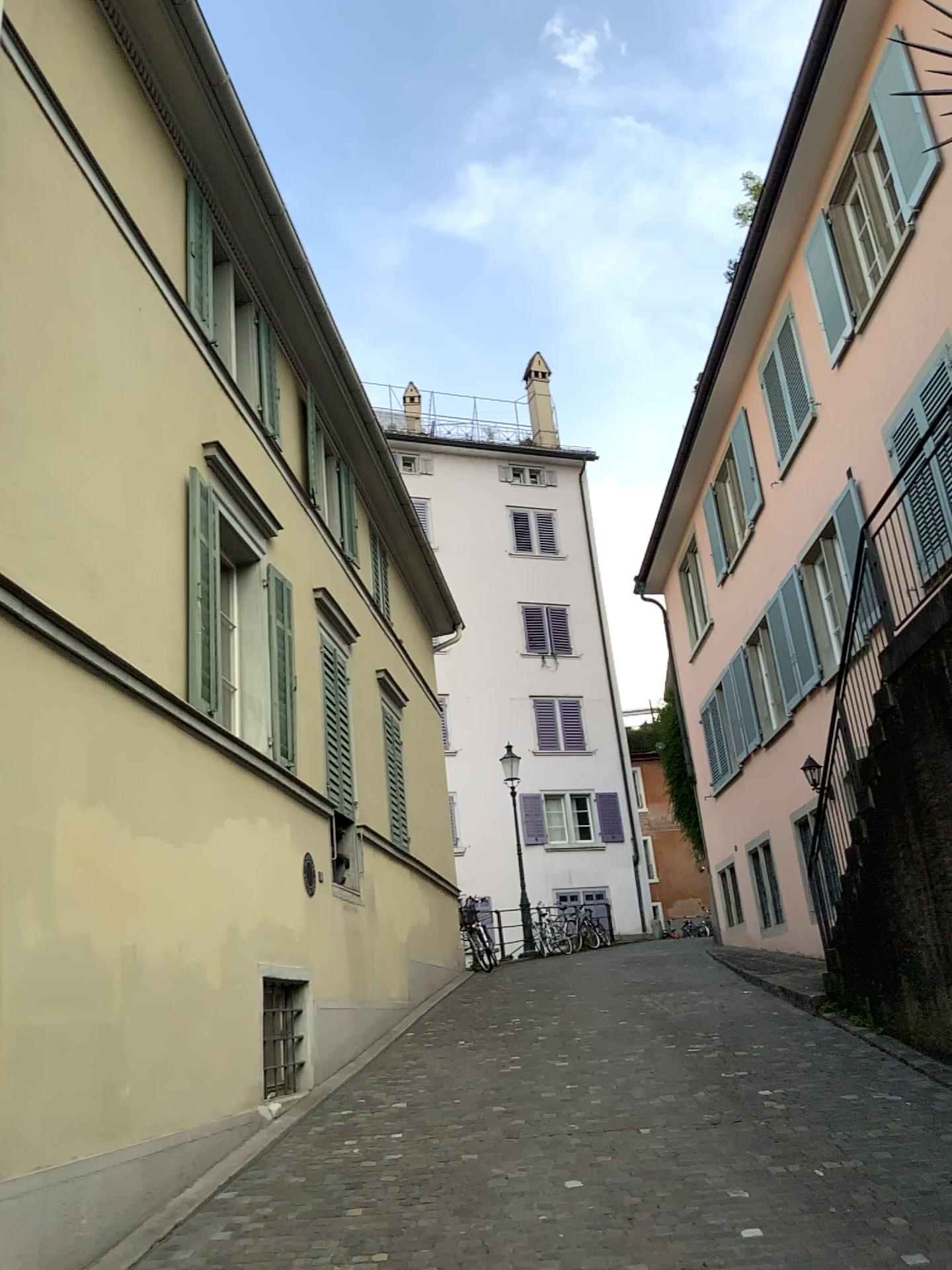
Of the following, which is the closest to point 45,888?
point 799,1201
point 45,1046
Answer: point 45,1046
